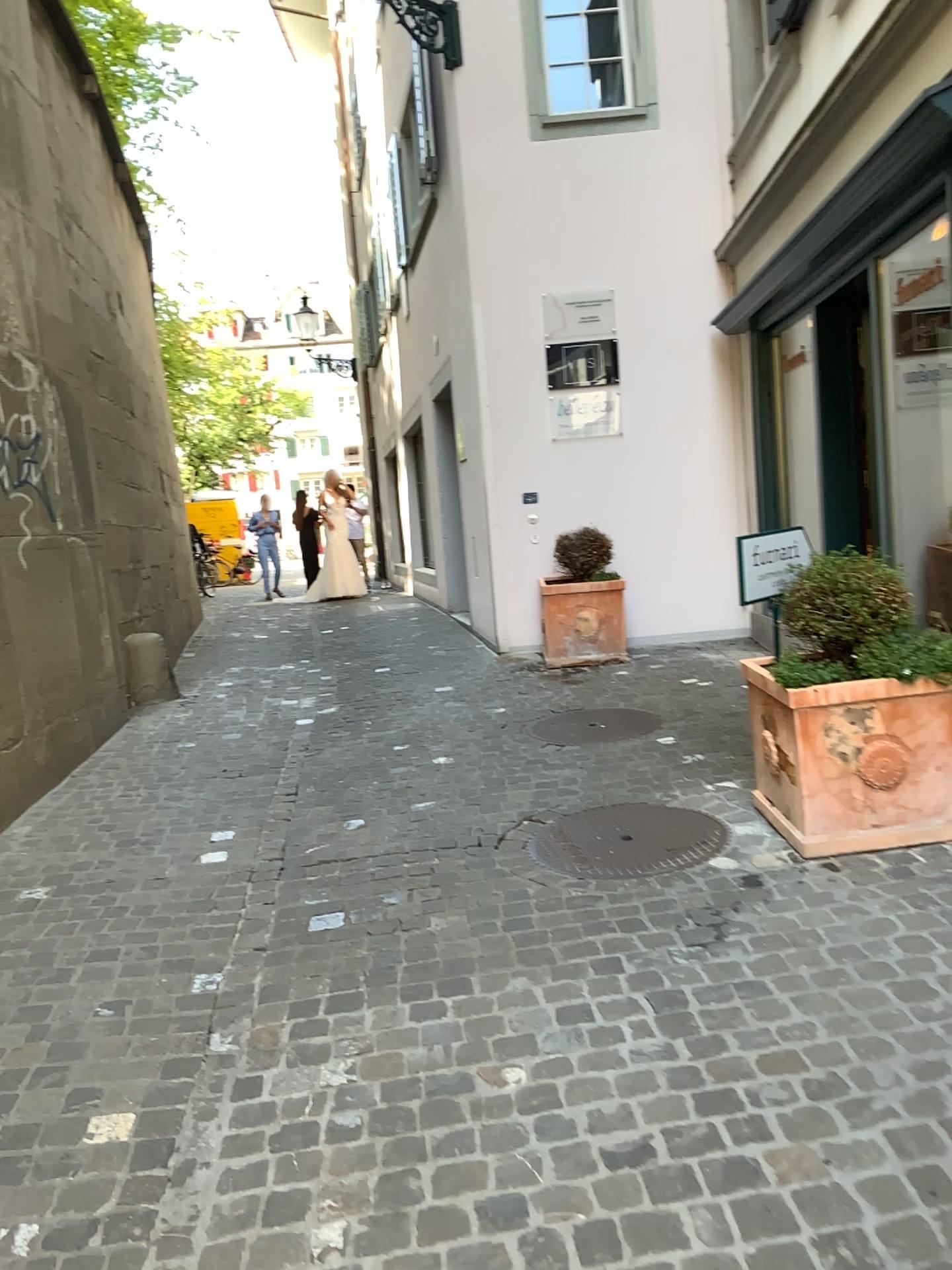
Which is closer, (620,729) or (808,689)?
(808,689)

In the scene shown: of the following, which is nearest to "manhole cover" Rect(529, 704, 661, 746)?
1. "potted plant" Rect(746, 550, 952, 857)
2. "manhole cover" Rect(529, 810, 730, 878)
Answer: "manhole cover" Rect(529, 810, 730, 878)

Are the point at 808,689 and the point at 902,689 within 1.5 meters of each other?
yes

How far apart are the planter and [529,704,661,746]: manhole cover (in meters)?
1.68

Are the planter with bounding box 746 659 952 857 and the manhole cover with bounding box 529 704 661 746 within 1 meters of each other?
no

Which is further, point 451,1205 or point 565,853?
point 565,853

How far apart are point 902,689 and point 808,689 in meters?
0.3

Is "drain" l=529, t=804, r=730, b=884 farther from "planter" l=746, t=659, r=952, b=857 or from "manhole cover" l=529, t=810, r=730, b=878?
"planter" l=746, t=659, r=952, b=857

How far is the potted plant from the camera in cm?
334

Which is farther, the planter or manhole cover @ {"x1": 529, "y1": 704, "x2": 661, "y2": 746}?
manhole cover @ {"x1": 529, "y1": 704, "x2": 661, "y2": 746}
